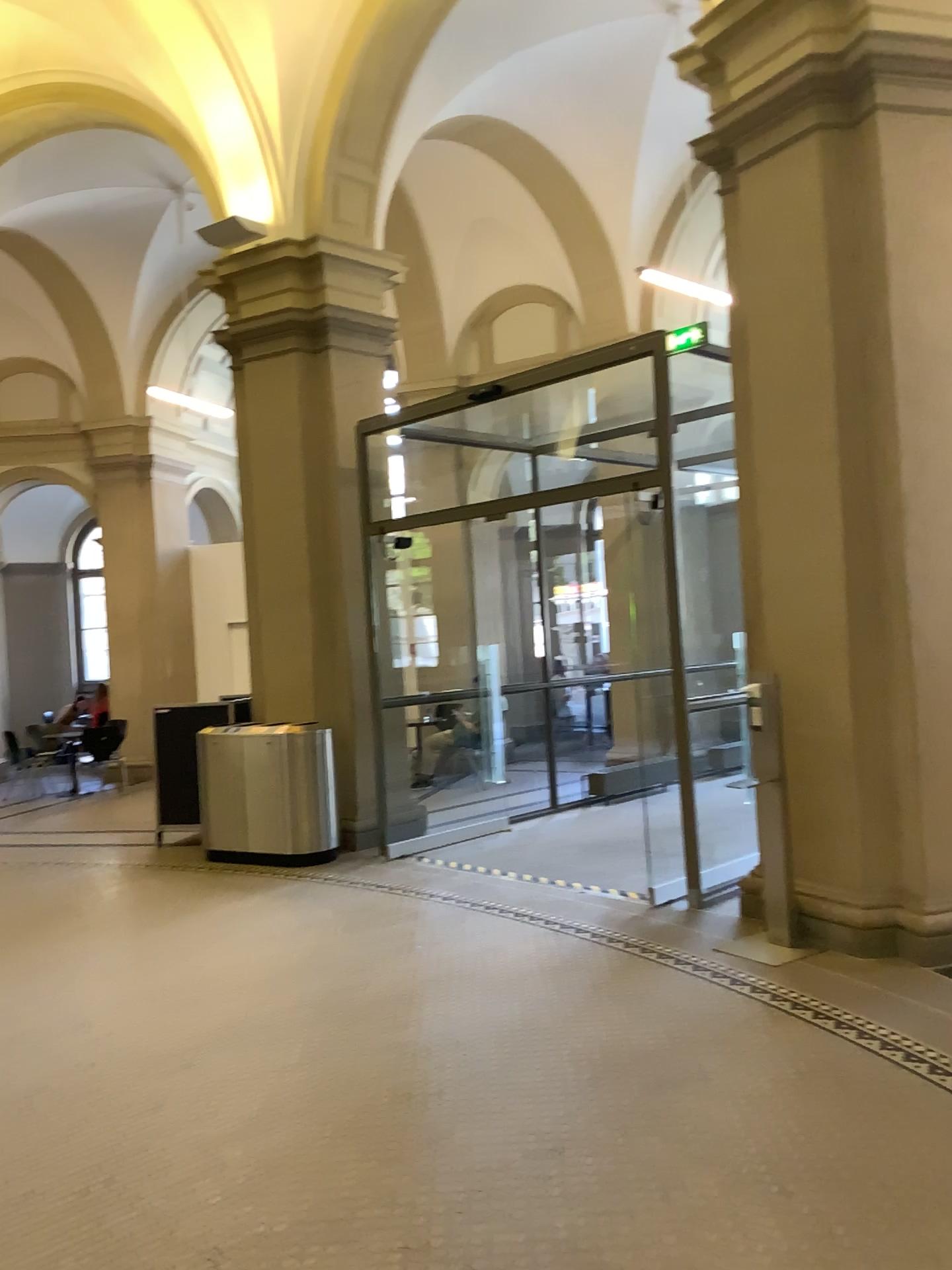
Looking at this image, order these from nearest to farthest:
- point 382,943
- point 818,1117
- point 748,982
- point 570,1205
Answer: point 570,1205
point 818,1117
point 748,982
point 382,943
